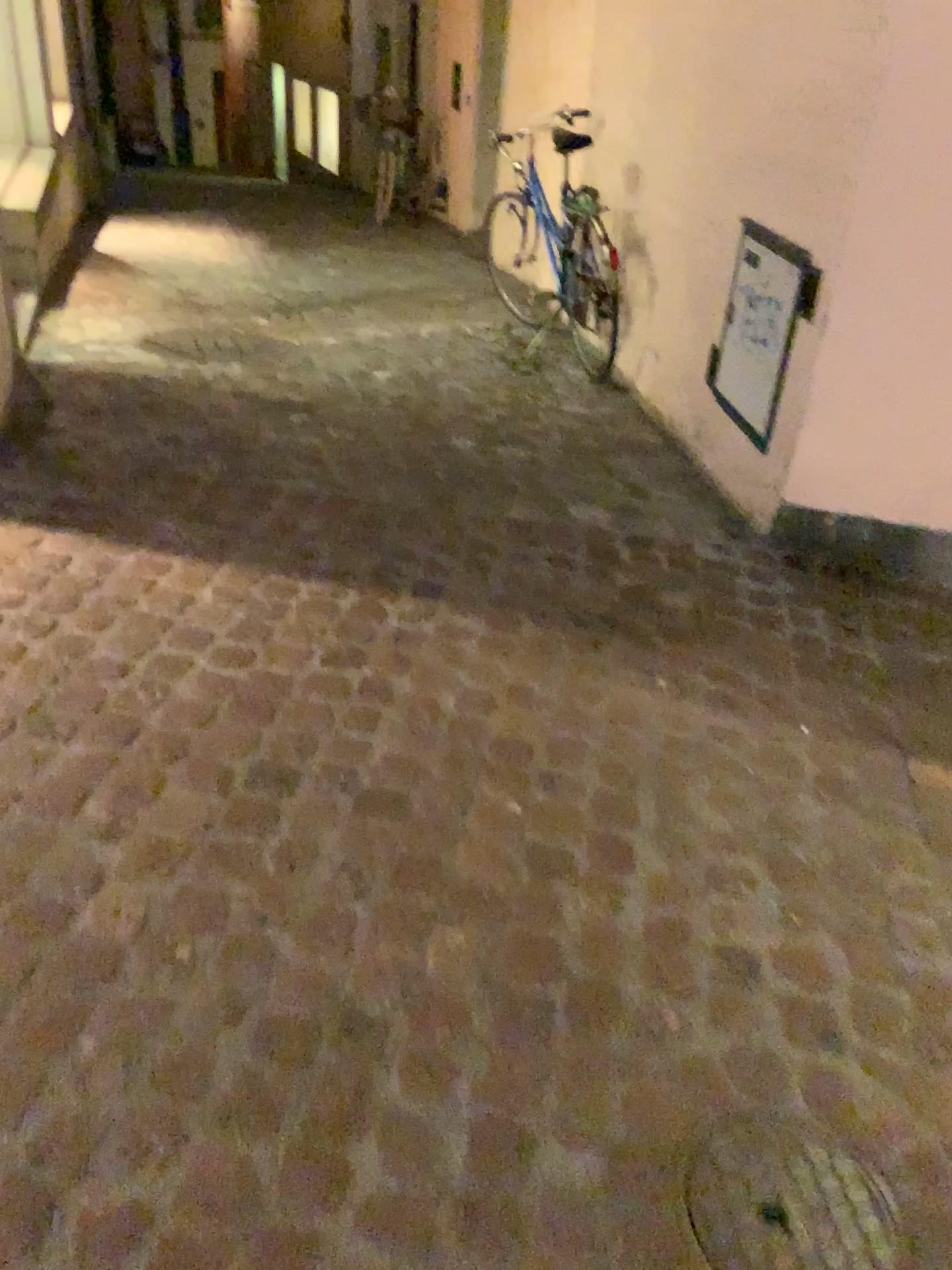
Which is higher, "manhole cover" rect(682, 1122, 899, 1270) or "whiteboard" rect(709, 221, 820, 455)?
"whiteboard" rect(709, 221, 820, 455)

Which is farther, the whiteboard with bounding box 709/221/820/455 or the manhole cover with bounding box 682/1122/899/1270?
the whiteboard with bounding box 709/221/820/455

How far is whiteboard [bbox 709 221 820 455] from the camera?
2.9 meters

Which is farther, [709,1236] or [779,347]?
[779,347]

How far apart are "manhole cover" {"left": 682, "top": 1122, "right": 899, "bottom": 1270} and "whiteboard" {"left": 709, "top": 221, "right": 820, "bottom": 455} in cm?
203

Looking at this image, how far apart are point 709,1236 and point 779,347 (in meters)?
2.27

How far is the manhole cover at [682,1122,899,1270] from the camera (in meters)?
1.30

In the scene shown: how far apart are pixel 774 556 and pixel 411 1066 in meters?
1.9

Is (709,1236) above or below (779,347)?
below
